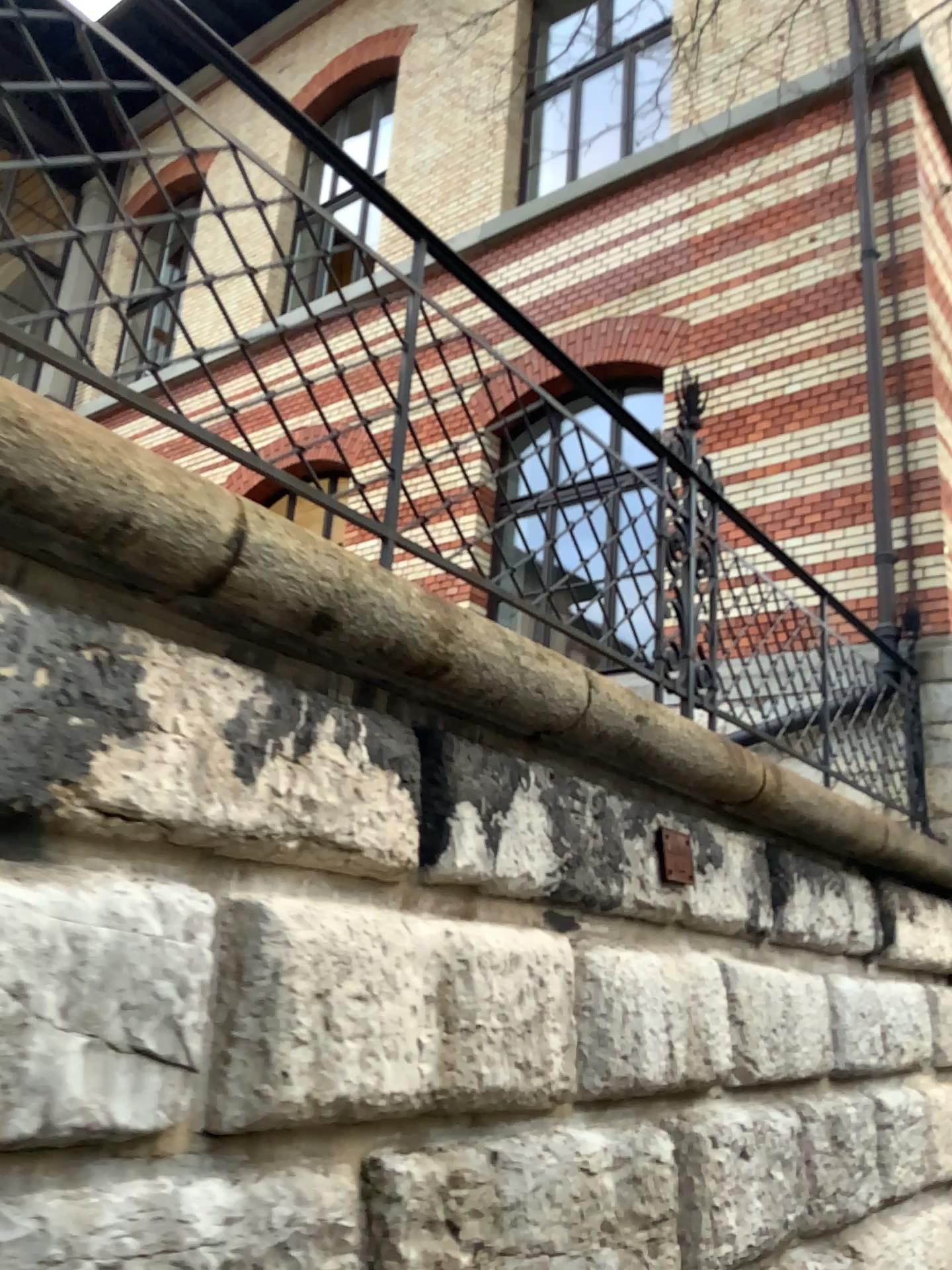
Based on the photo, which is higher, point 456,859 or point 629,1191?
point 456,859
